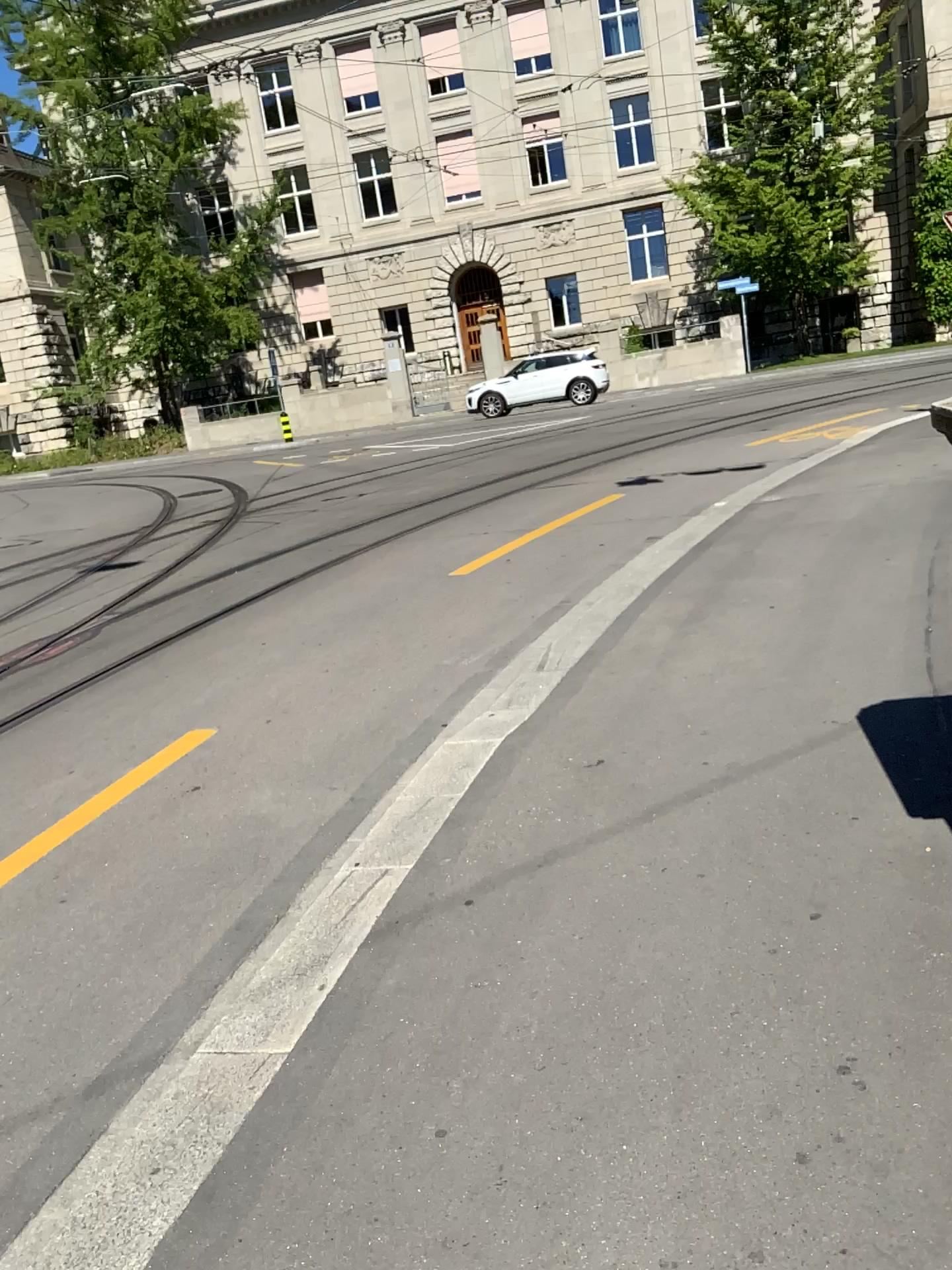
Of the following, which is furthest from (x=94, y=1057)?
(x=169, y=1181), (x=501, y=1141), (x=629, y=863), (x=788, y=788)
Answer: (x=788, y=788)
